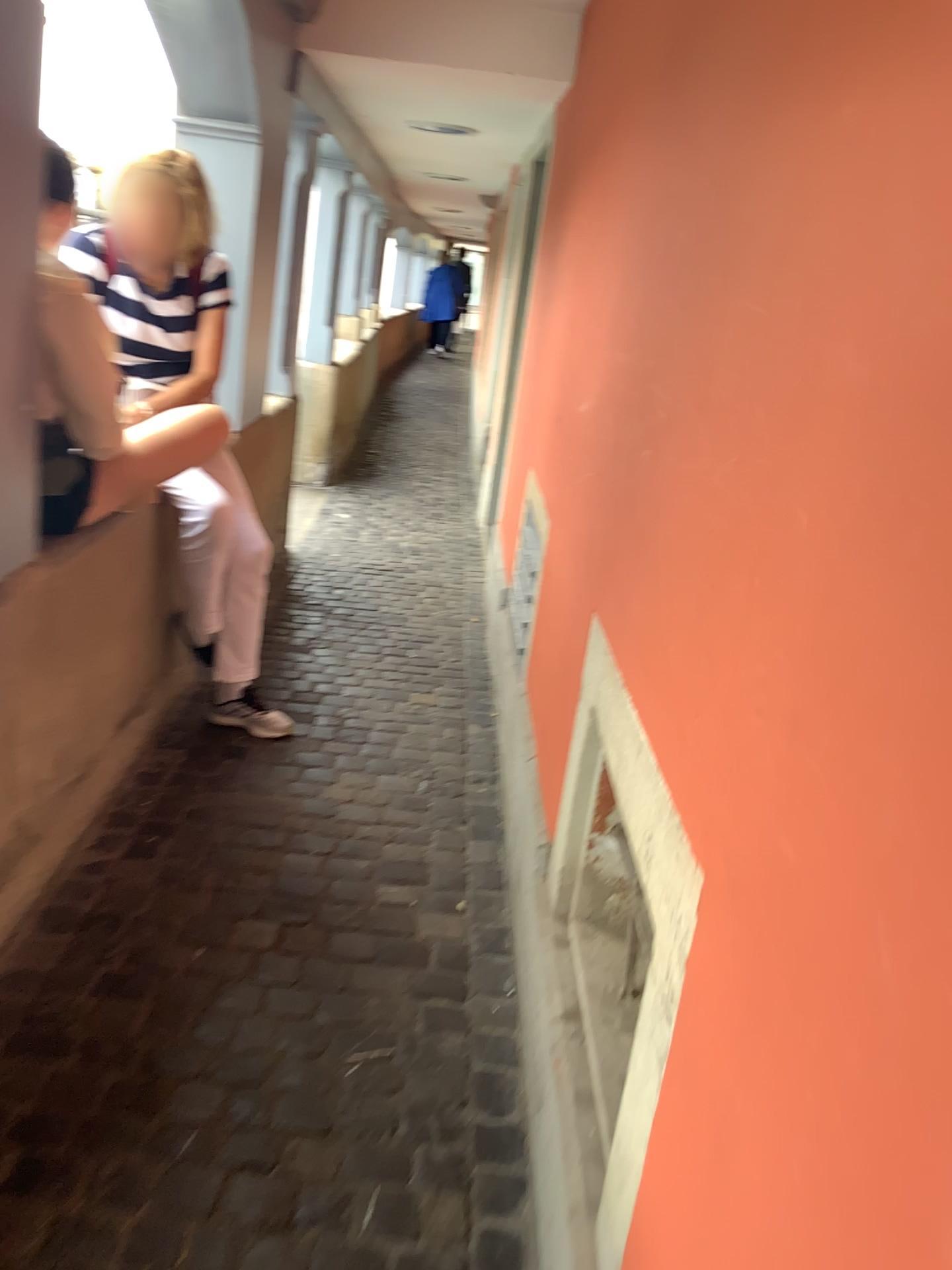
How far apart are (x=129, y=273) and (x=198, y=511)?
0.6 meters

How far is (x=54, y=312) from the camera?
1.83m

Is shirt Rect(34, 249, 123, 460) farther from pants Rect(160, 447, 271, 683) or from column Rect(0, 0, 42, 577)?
pants Rect(160, 447, 271, 683)

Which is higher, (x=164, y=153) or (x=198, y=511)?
(x=164, y=153)

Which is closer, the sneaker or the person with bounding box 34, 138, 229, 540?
the person with bounding box 34, 138, 229, 540

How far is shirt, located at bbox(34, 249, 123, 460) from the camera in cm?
183

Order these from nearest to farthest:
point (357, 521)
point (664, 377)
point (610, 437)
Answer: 1. point (664, 377)
2. point (610, 437)
3. point (357, 521)

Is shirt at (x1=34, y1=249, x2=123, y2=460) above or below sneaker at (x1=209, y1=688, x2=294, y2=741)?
above

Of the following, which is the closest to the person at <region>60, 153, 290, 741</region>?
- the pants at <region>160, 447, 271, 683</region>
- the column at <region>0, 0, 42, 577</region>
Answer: the pants at <region>160, 447, 271, 683</region>

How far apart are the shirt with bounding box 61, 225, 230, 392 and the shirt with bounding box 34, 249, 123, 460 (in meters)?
0.58
